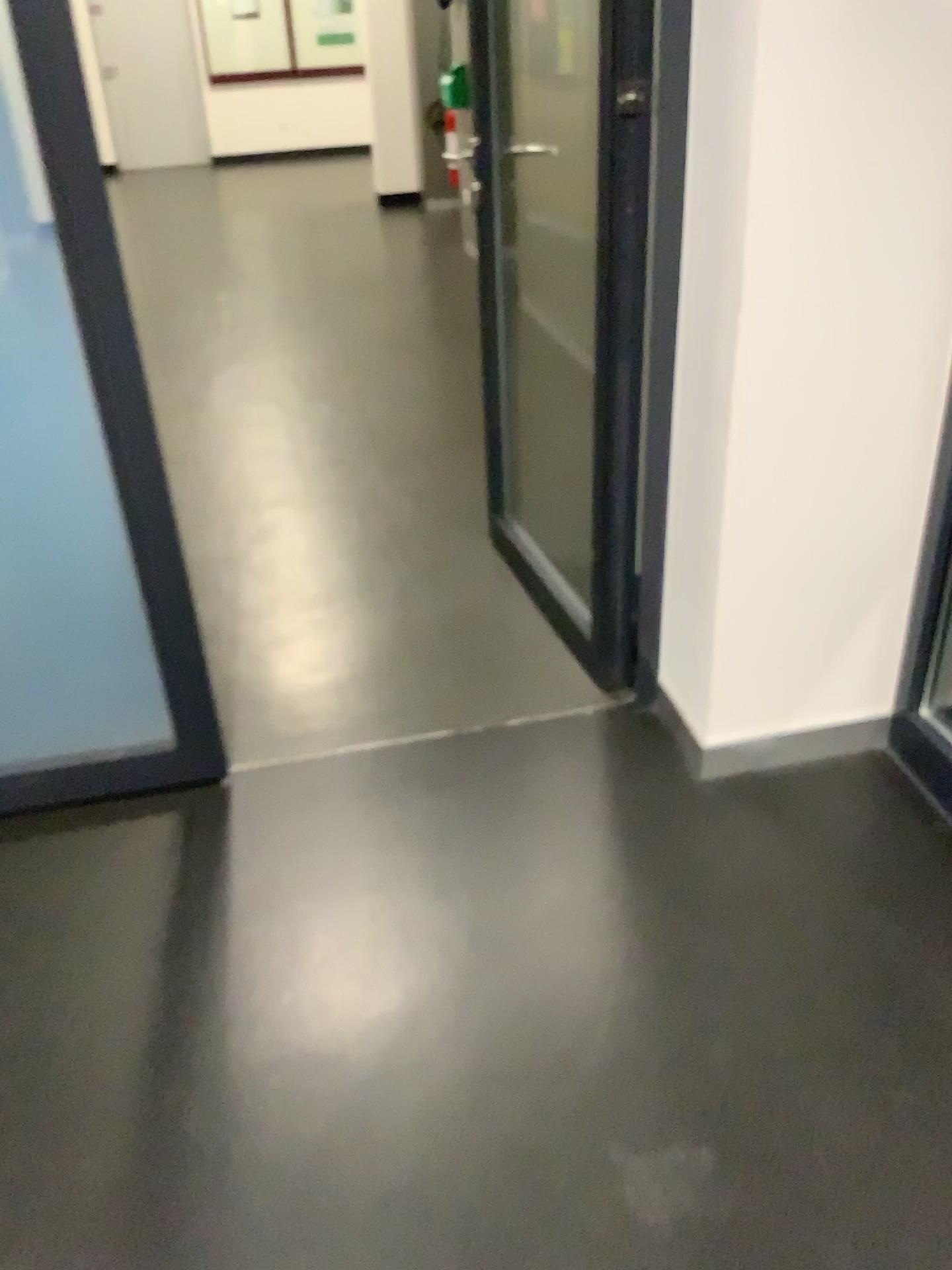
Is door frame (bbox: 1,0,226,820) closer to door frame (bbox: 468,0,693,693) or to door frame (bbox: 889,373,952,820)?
door frame (bbox: 468,0,693,693)

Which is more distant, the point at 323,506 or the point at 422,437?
the point at 422,437

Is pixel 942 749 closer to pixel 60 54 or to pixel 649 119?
pixel 649 119

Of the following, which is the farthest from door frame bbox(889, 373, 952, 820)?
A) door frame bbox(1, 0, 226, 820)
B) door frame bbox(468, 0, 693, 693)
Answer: door frame bbox(1, 0, 226, 820)

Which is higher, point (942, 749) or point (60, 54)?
point (60, 54)

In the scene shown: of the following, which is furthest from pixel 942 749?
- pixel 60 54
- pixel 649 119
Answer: pixel 60 54
